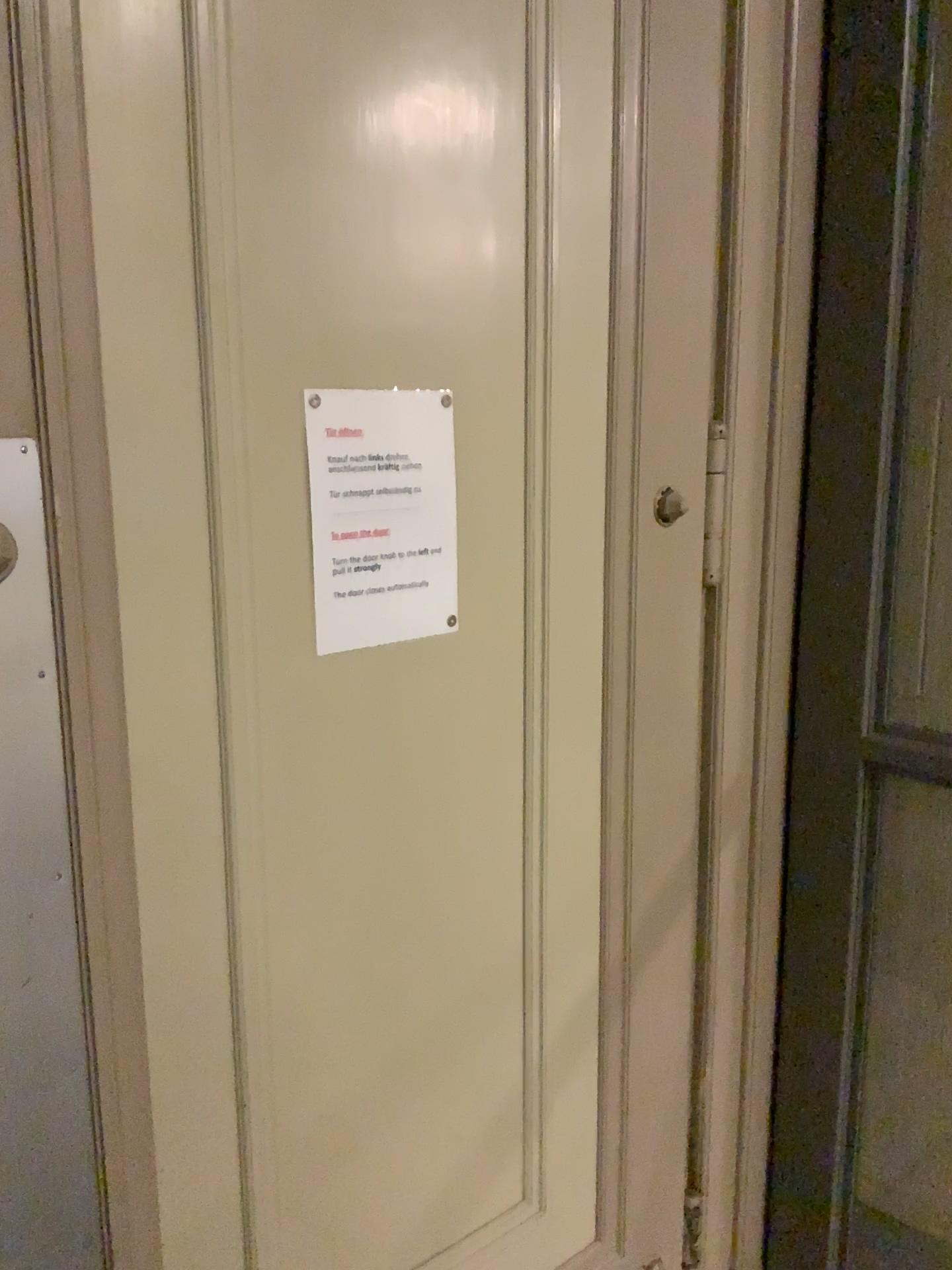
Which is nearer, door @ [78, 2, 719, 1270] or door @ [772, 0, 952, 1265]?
door @ [78, 2, 719, 1270]

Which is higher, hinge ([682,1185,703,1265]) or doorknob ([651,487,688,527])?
doorknob ([651,487,688,527])

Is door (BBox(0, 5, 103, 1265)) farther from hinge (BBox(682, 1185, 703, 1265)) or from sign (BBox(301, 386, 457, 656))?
hinge (BBox(682, 1185, 703, 1265))

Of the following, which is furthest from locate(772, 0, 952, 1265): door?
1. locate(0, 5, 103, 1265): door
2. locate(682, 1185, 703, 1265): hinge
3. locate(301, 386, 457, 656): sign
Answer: locate(0, 5, 103, 1265): door

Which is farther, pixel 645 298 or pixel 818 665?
pixel 818 665

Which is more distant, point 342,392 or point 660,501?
point 660,501

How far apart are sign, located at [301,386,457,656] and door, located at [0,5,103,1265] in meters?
0.3

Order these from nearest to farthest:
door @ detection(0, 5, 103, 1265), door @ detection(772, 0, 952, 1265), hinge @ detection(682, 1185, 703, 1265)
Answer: door @ detection(0, 5, 103, 1265), door @ detection(772, 0, 952, 1265), hinge @ detection(682, 1185, 703, 1265)

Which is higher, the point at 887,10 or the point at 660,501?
the point at 887,10

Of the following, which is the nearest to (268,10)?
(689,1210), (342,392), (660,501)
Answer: (342,392)
